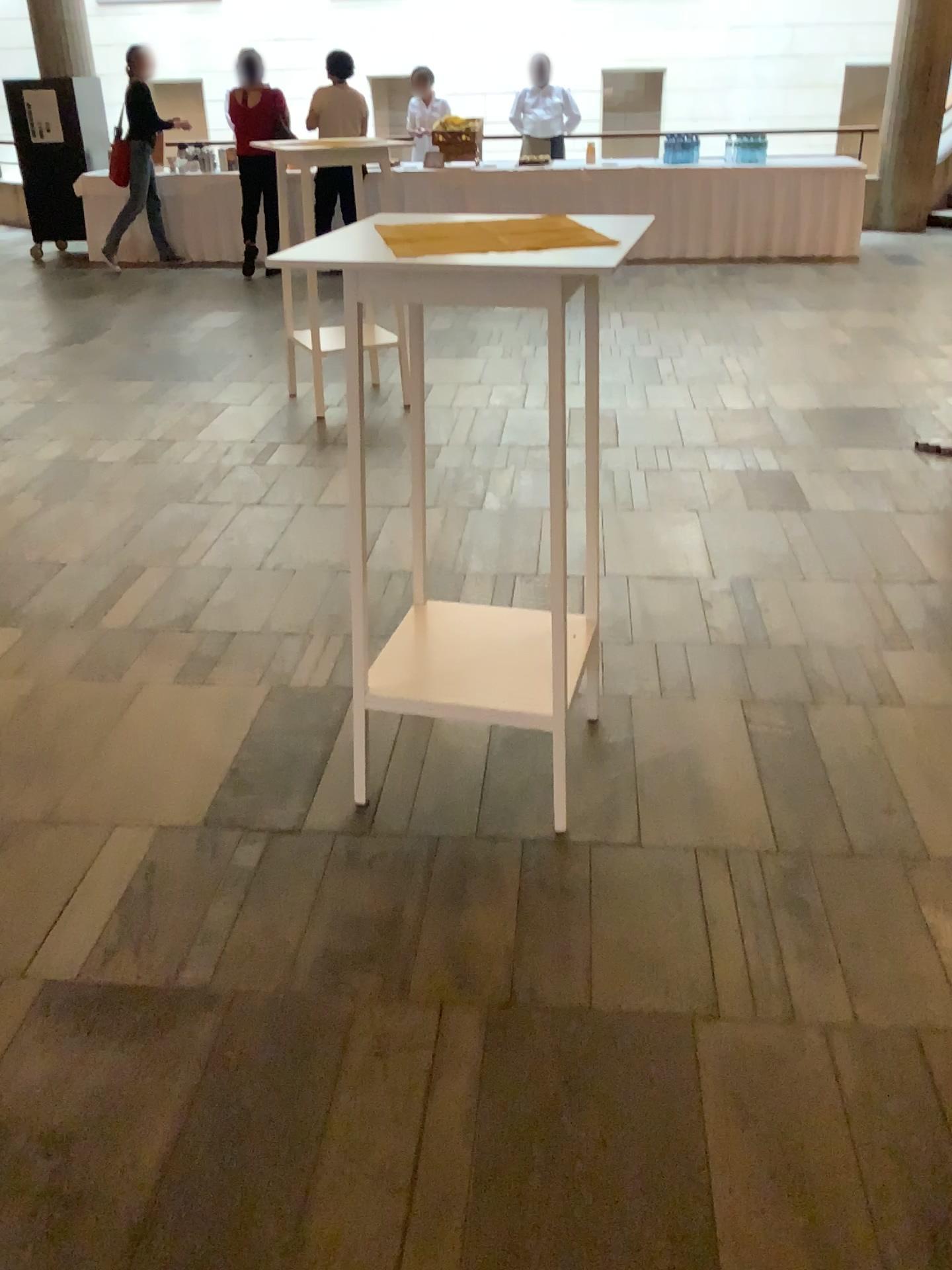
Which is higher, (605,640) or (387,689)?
(387,689)

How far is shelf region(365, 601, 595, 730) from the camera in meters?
2.2

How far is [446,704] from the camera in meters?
2.2 m
